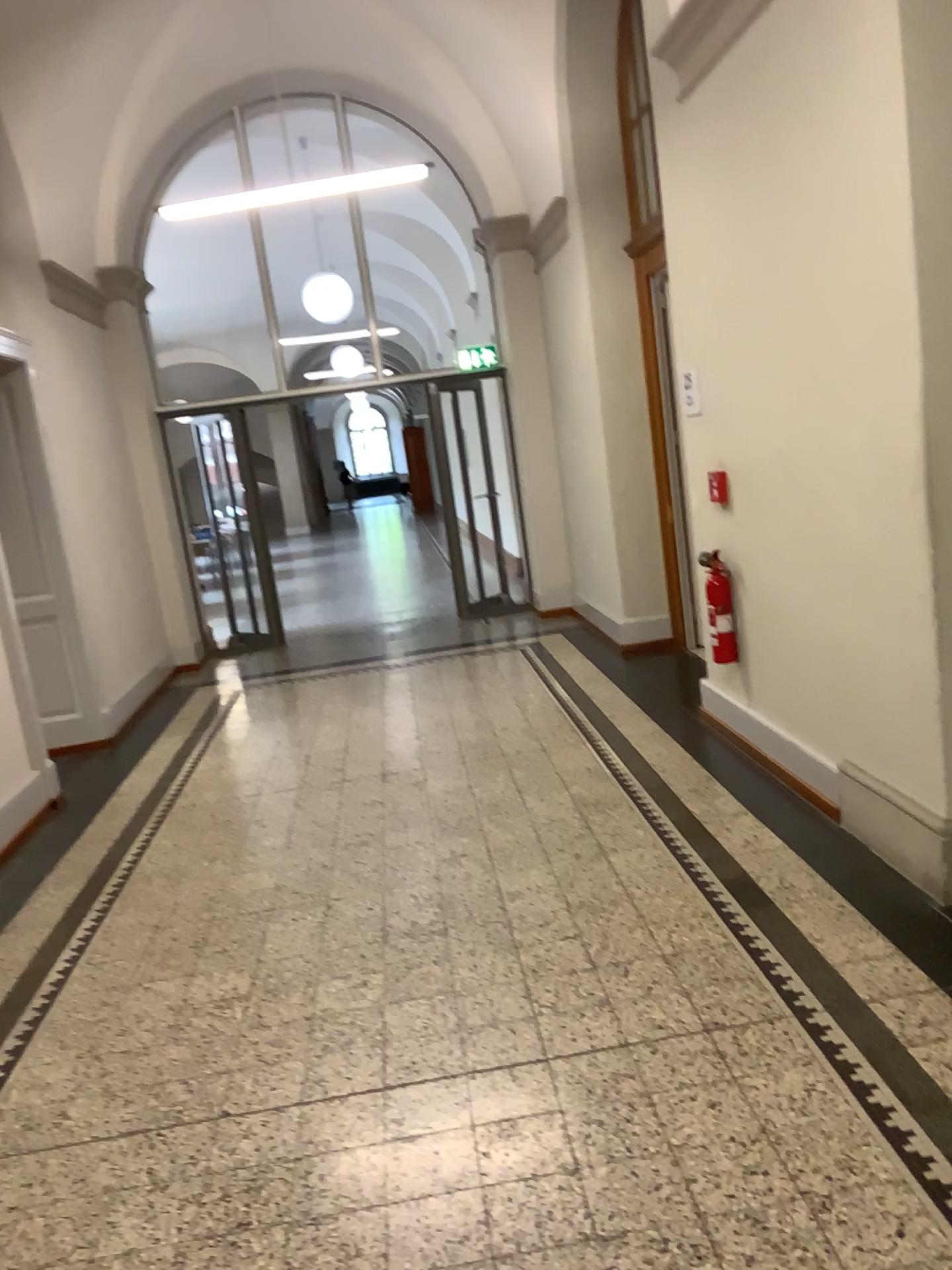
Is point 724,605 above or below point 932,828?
above

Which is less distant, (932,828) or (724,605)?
(932,828)

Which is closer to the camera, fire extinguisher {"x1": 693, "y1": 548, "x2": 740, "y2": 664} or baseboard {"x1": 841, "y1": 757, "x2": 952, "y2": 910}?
baseboard {"x1": 841, "y1": 757, "x2": 952, "y2": 910}

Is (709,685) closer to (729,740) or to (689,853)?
(729,740)
